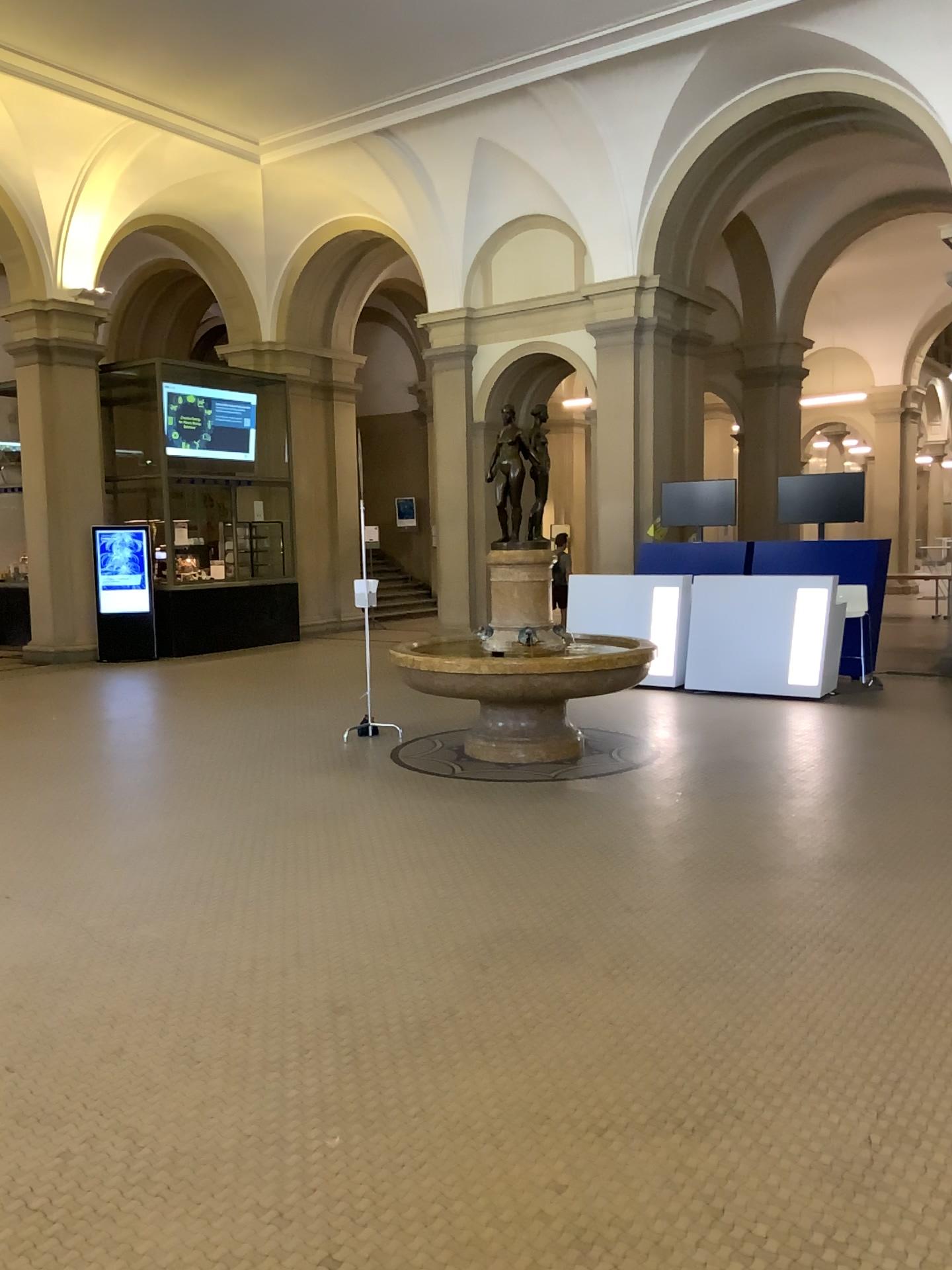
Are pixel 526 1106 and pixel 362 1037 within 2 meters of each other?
yes
